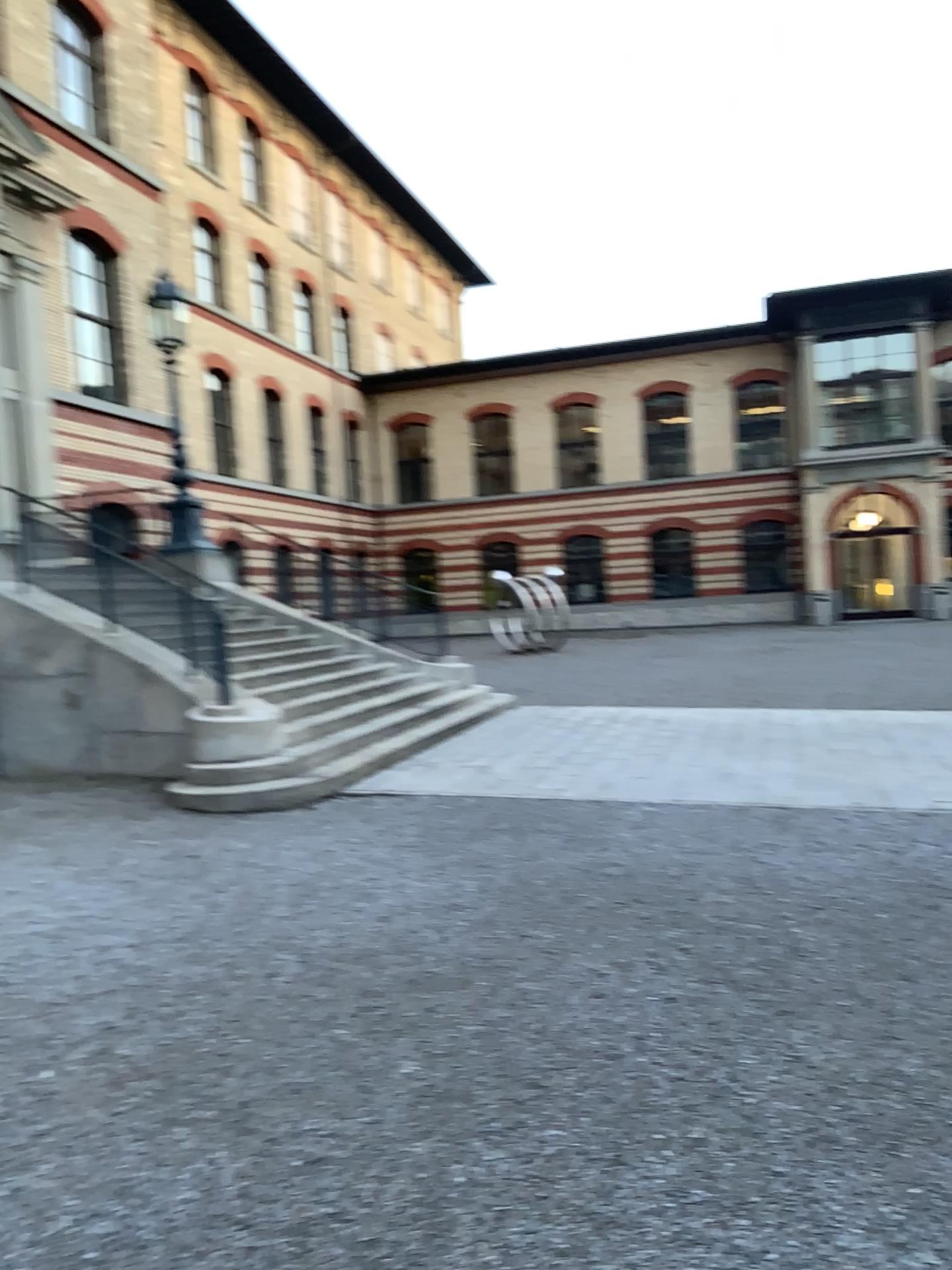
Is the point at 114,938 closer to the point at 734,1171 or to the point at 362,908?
the point at 362,908
